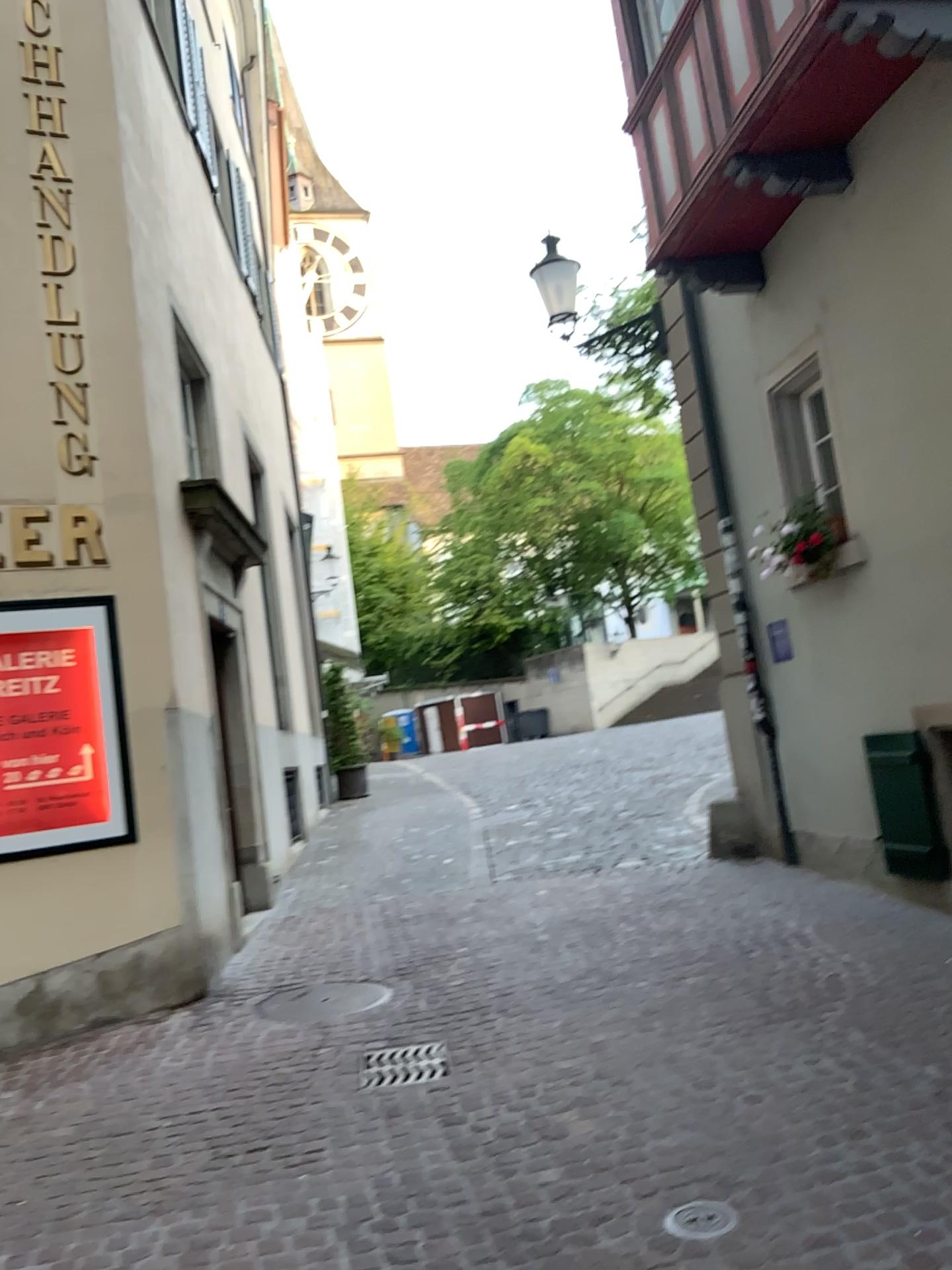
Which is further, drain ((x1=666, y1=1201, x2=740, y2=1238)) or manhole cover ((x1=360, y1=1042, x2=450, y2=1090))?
manhole cover ((x1=360, y1=1042, x2=450, y2=1090))

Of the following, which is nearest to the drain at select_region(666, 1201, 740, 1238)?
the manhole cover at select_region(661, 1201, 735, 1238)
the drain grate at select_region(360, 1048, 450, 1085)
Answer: the manhole cover at select_region(661, 1201, 735, 1238)

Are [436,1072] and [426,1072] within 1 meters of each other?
yes

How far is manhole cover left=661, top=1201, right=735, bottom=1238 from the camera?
2.9 meters

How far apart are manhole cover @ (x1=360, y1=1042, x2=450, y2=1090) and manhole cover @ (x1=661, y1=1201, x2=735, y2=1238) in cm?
161

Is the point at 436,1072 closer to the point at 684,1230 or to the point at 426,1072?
the point at 426,1072

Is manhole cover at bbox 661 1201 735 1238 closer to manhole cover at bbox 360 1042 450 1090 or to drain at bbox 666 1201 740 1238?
drain at bbox 666 1201 740 1238

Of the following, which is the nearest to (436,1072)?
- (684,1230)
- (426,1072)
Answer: (426,1072)

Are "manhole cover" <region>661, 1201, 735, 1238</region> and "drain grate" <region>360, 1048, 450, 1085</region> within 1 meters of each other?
no

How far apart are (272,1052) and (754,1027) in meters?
2.2
